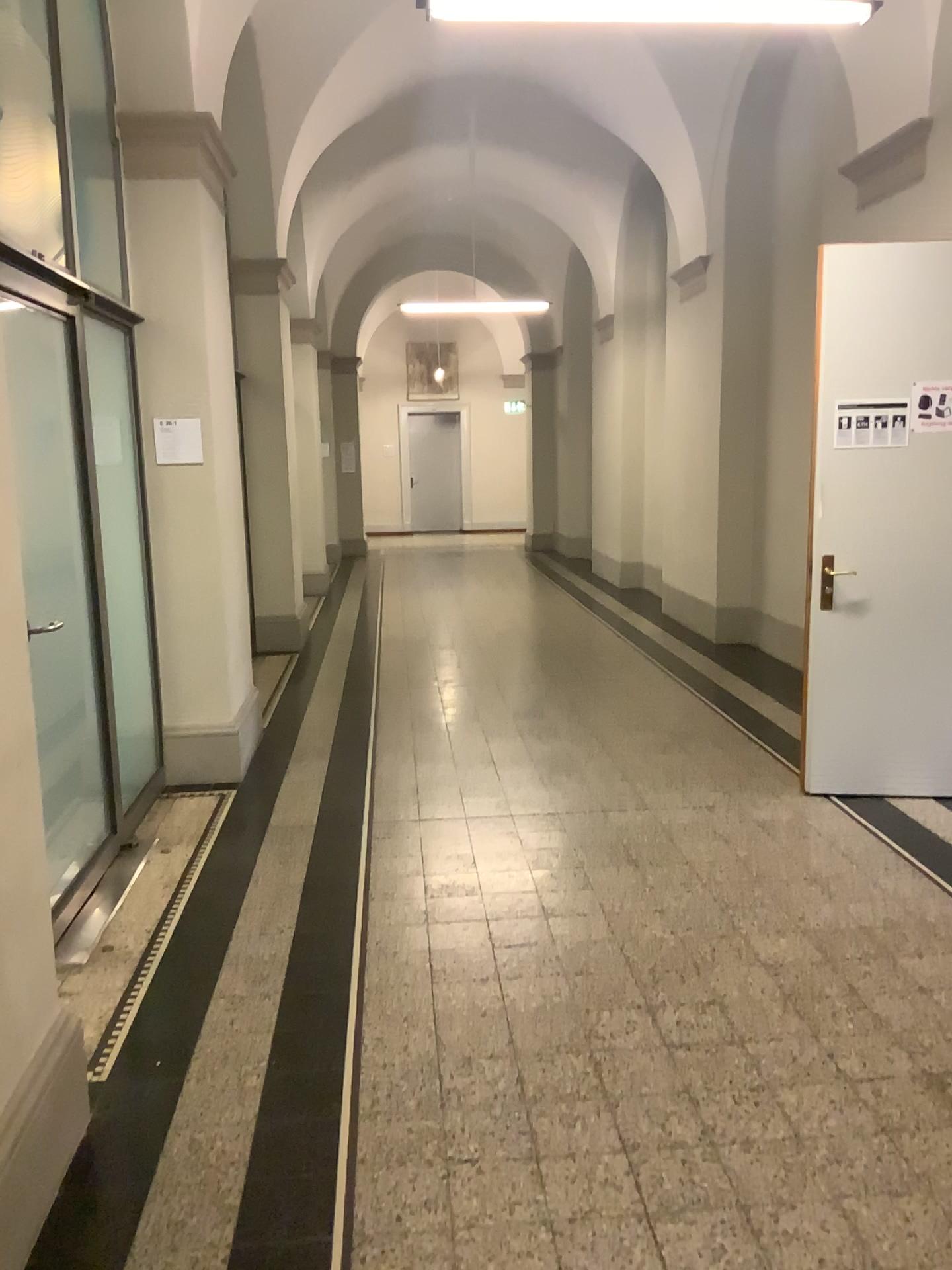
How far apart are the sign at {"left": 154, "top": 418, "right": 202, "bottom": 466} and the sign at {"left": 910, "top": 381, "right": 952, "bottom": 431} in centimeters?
A: 319cm

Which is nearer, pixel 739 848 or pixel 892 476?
pixel 739 848

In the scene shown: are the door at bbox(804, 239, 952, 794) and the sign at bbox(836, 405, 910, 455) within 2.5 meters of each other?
yes

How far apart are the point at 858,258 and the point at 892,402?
0.6m

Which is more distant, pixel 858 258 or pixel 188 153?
pixel 188 153

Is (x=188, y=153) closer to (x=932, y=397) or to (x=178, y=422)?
(x=178, y=422)

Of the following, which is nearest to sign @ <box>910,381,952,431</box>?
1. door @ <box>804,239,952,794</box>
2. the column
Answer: door @ <box>804,239,952,794</box>

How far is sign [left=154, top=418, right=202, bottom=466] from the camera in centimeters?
487cm

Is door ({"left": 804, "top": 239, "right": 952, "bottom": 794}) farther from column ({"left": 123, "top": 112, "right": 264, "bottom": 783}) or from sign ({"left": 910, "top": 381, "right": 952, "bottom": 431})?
column ({"left": 123, "top": 112, "right": 264, "bottom": 783})

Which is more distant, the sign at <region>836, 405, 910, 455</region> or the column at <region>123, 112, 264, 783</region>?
the column at <region>123, 112, 264, 783</region>
